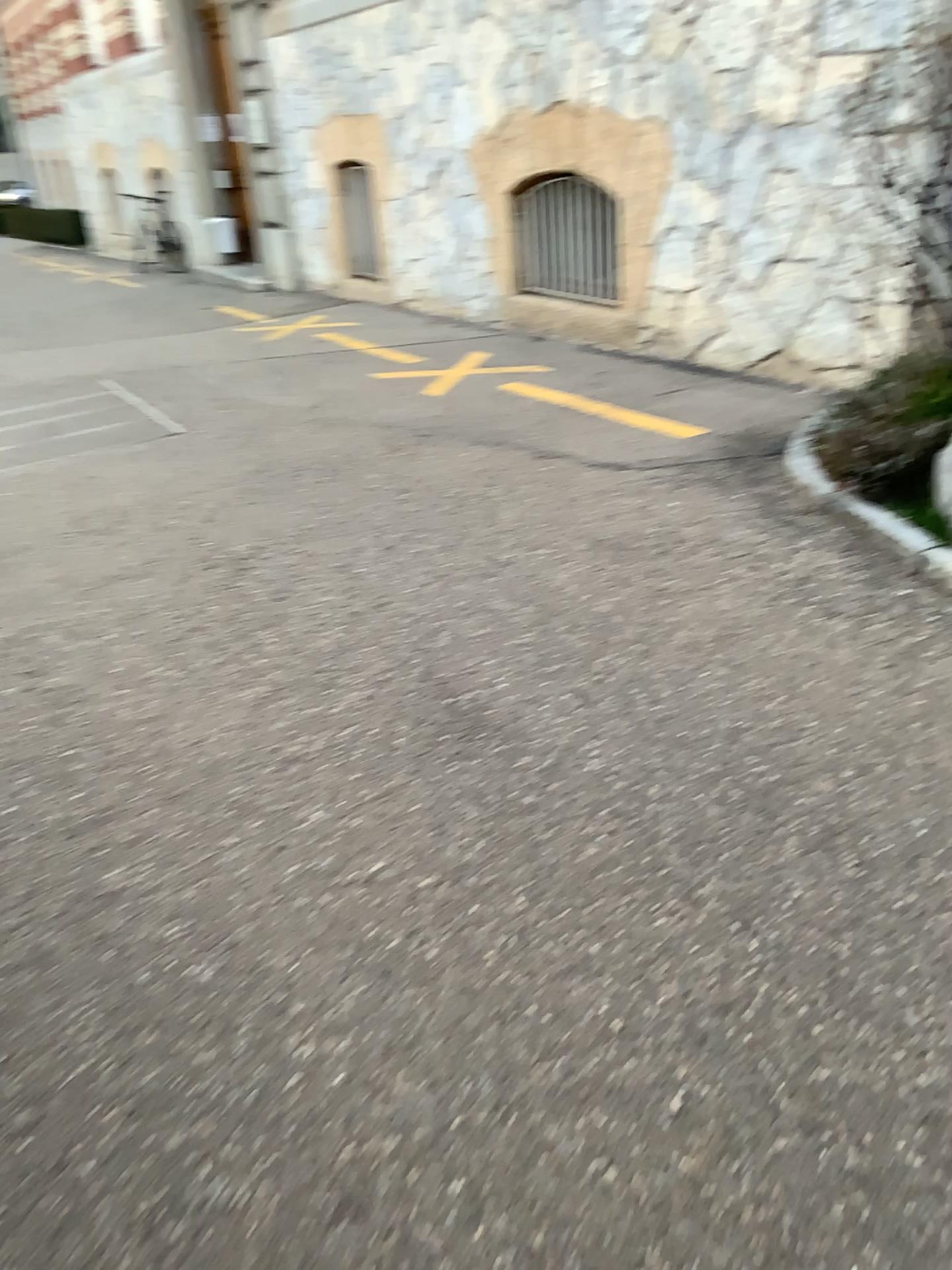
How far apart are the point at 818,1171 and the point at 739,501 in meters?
2.8
